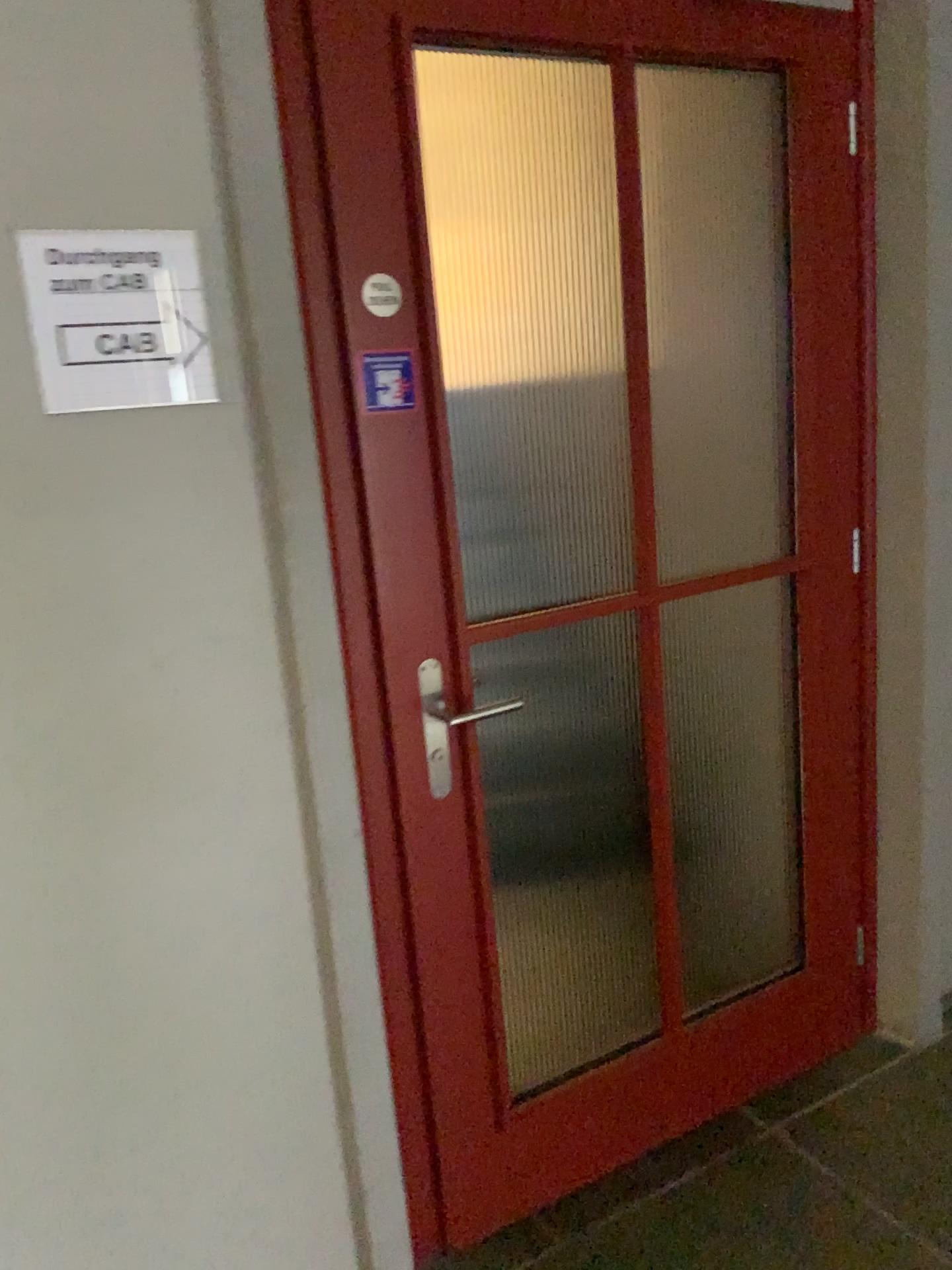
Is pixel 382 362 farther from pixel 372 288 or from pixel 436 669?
pixel 436 669

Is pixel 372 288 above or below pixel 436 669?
above

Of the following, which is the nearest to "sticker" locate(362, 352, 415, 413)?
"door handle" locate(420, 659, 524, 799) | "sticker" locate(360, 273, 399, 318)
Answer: "sticker" locate(360, 273, 399, 318)

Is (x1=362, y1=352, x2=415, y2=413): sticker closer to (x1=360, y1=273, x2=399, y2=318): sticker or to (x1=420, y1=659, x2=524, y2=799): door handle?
(x1=360, y1=273, x2=399, y2=318): sticker

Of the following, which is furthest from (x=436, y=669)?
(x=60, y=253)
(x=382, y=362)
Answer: (x=60, y=253)

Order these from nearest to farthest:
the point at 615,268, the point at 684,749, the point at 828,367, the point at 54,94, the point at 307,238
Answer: the point at 54,94, the point at 307,238, the point at 615,268, the point at 828,367, the point at 684,749

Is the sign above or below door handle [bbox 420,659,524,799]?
above

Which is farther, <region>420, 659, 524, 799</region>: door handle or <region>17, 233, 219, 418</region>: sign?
<region>420, 659, 524, 799</region>: door handle

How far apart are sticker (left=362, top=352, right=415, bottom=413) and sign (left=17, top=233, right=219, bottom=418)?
0.26m

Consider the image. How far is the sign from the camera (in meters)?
1.26
